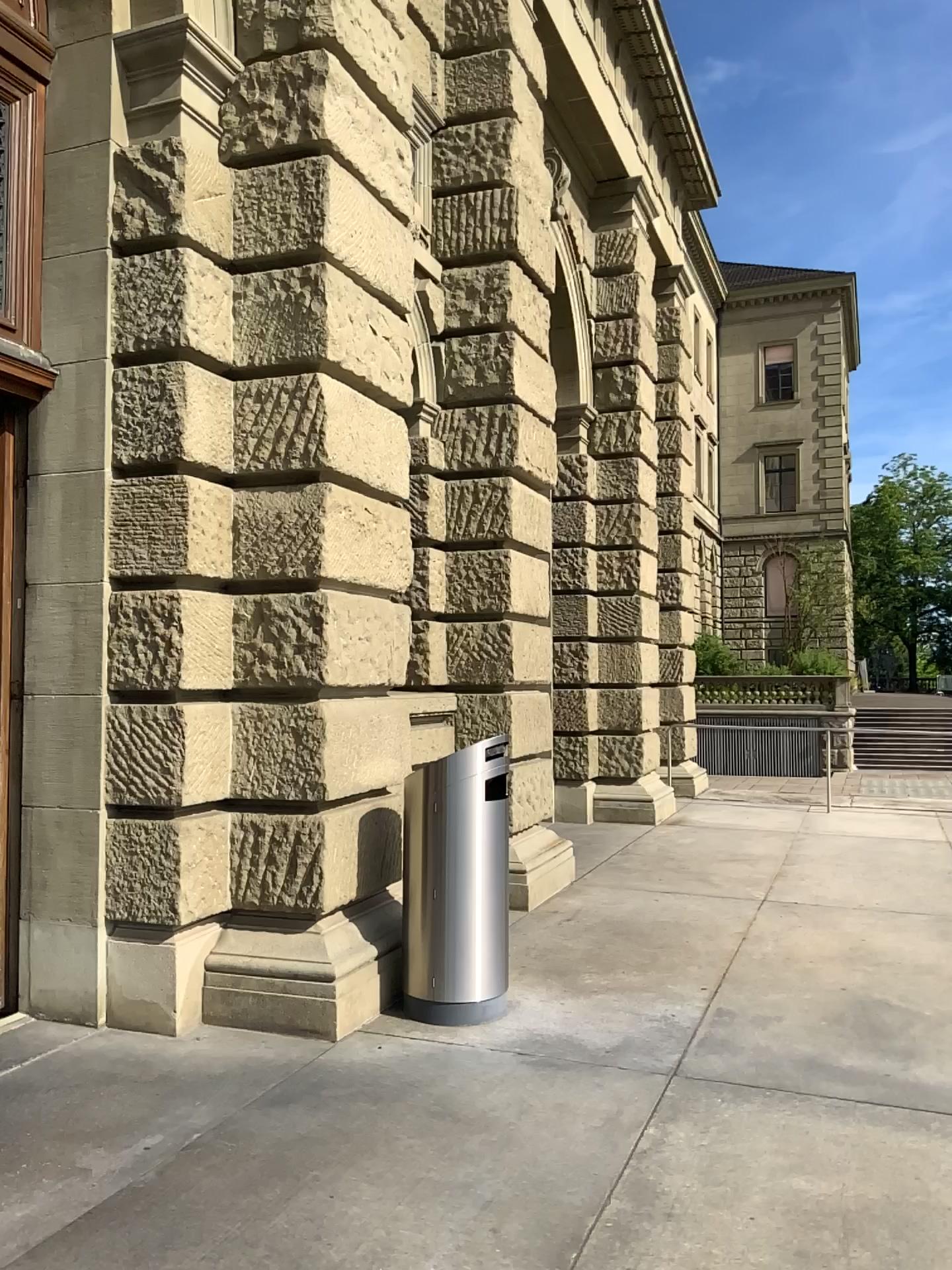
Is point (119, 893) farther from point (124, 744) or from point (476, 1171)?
point (476, 1171)
